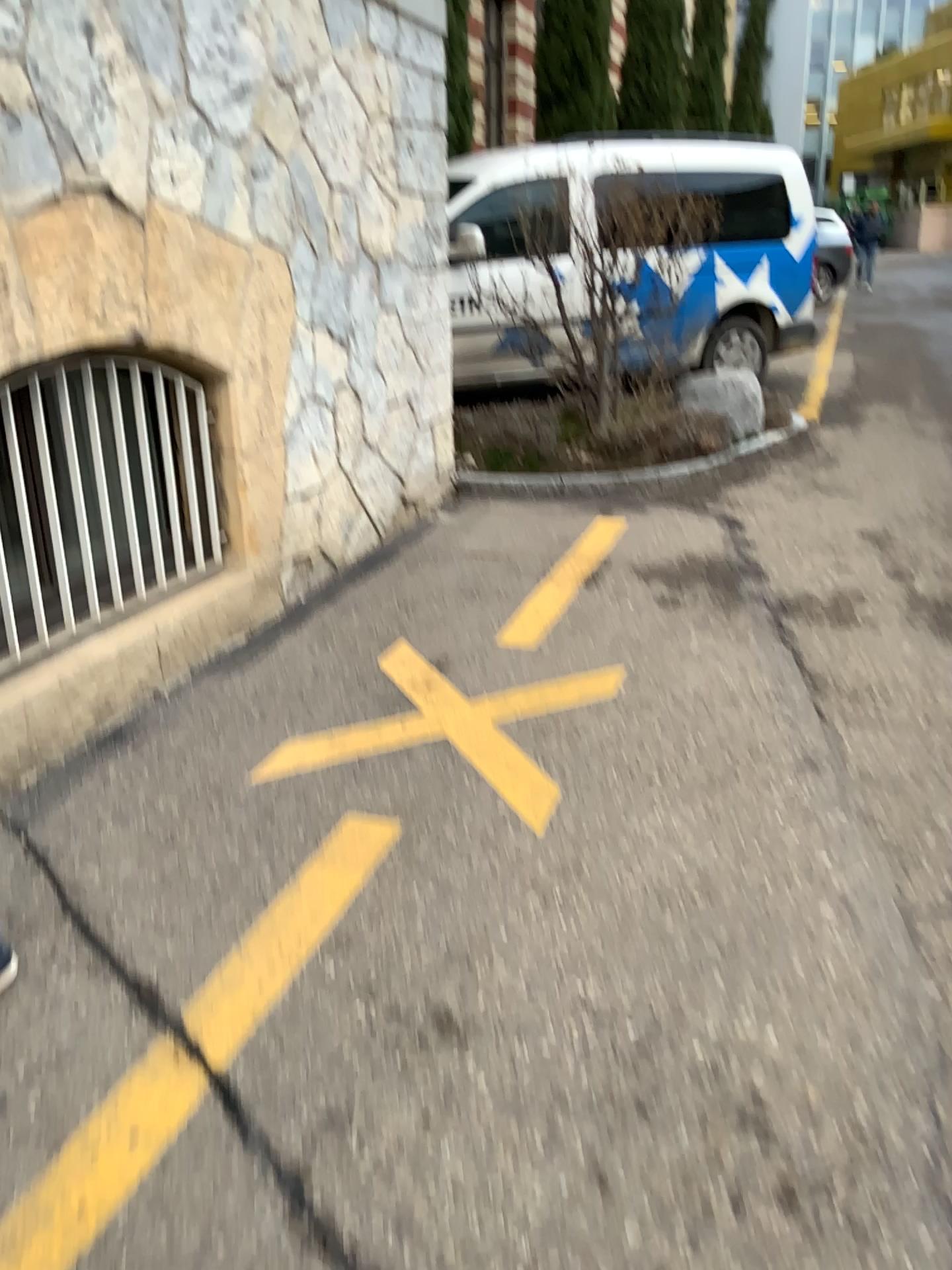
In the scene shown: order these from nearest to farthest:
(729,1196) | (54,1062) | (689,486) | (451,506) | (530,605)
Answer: (729,1196) → (54,1062) → (530,605) → (451,506) → (689,486)
